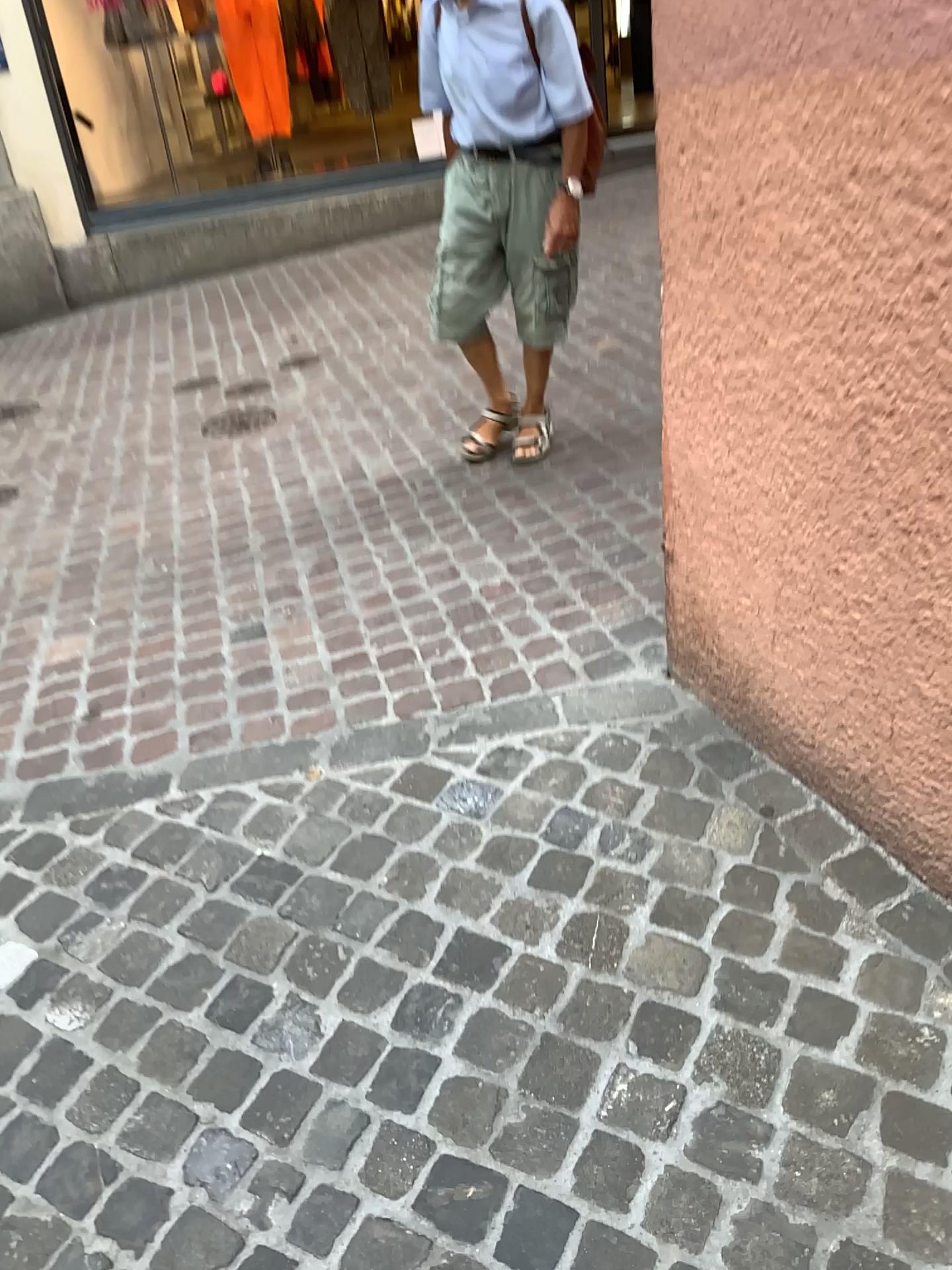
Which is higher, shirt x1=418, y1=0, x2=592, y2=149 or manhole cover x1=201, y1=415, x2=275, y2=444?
shirt x1=418, y1=0, x2=592, y2=149

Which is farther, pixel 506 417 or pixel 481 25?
pixel 506 417

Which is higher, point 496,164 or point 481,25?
point 481,25

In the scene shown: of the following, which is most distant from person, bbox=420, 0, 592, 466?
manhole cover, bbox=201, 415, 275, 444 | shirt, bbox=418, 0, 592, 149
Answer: manhole cover, bbox=201, 415, 275, 444

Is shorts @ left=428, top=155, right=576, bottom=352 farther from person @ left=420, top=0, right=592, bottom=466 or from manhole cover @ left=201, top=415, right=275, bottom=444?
manhole cover @ left=201, top=415, right=275, bottom=444

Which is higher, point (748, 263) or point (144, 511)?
point (748, 263)

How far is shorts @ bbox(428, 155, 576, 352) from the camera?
2.9m

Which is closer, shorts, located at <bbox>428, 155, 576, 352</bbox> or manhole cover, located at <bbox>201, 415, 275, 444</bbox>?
shorts, located at <bbox>428, 155, 576, 352</bbox>

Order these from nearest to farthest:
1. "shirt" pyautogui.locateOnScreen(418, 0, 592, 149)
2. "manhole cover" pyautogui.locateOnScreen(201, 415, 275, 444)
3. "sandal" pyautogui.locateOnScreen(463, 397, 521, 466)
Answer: "shirt" pyautogui.locateOnScreen(418, 0, 592, 149) → "sandal" pyautogui.locateOnScreen(463, 397, 521, 466) → "manhole cover" pyautogui.locateOnScreen(201, 415, 275, 444)

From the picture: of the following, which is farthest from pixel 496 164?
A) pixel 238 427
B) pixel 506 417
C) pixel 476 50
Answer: pixel 238 427
